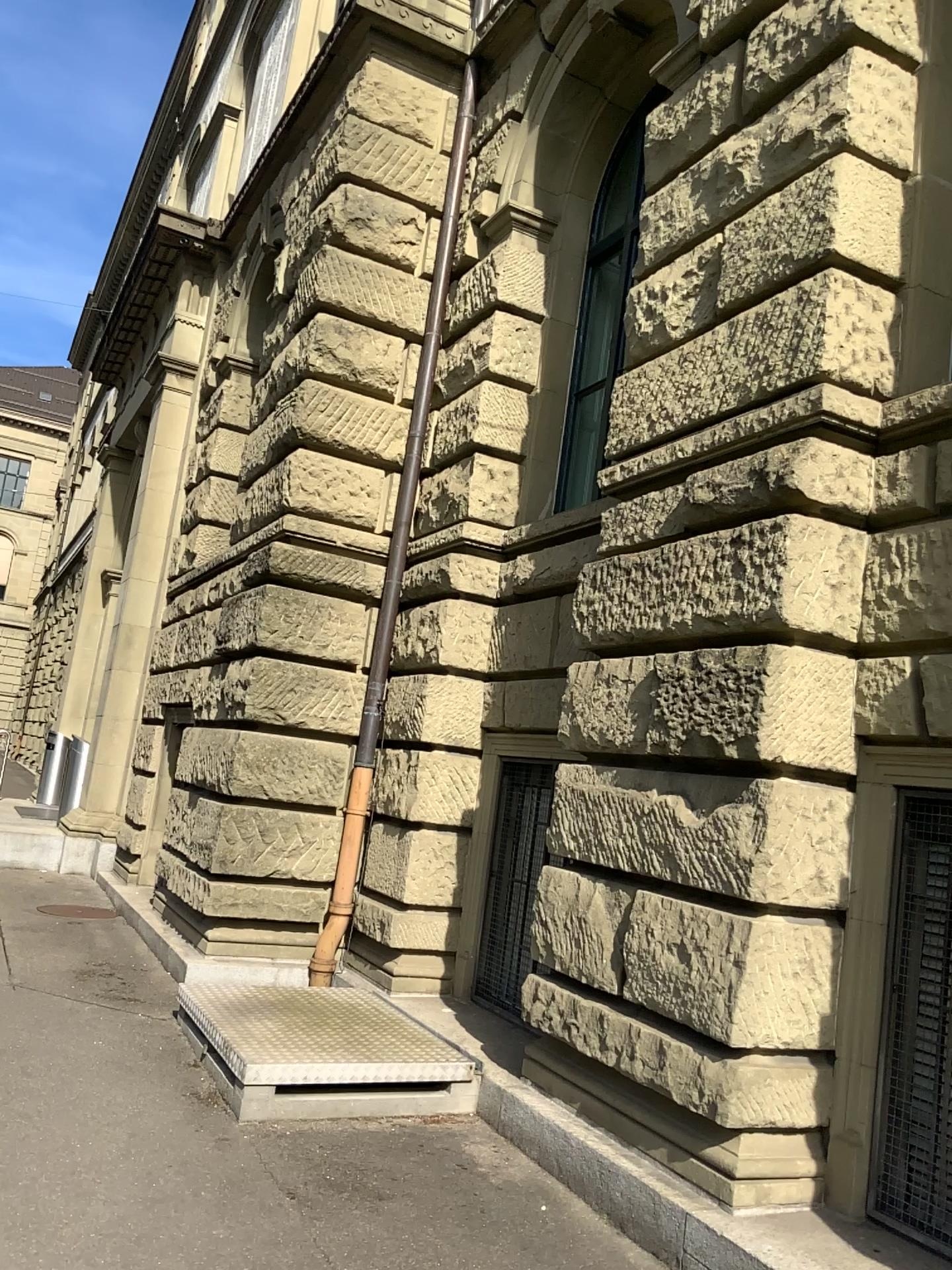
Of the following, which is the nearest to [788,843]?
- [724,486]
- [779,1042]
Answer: [779,1042]

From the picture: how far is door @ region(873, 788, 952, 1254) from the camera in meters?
3.7

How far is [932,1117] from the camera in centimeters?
370cm
